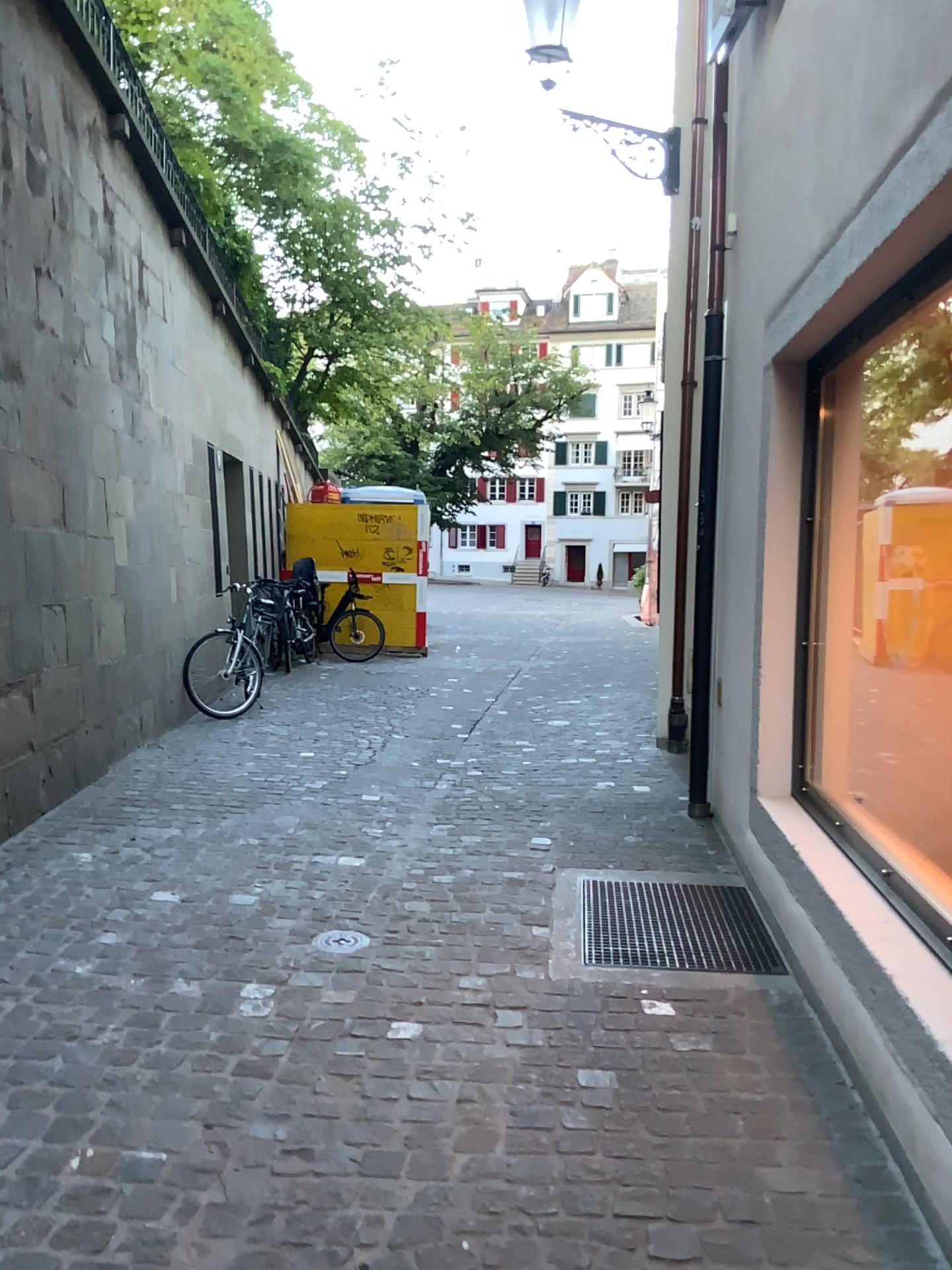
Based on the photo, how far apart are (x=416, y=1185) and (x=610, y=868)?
2.3 meters
